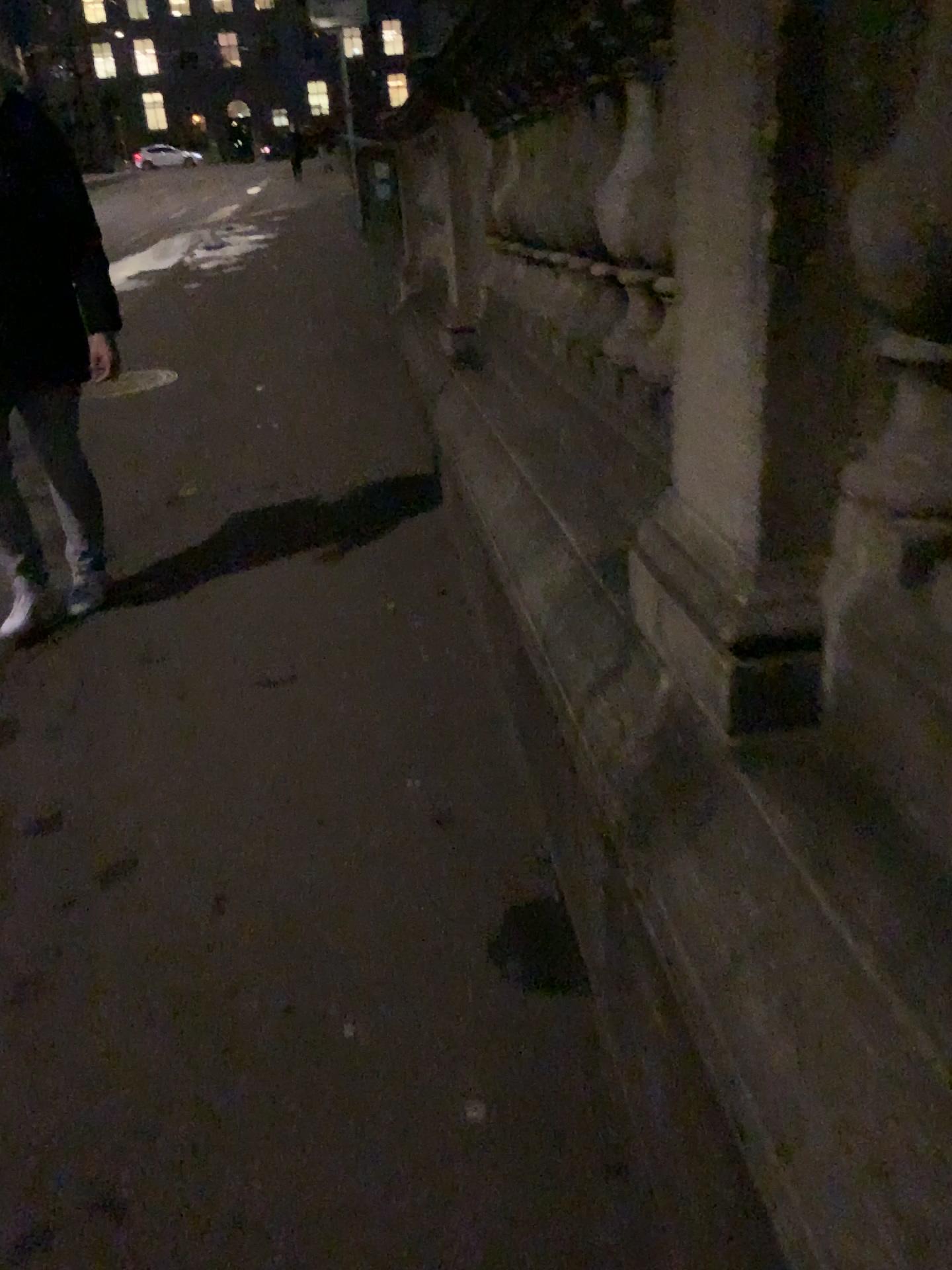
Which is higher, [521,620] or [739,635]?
[739,635]
